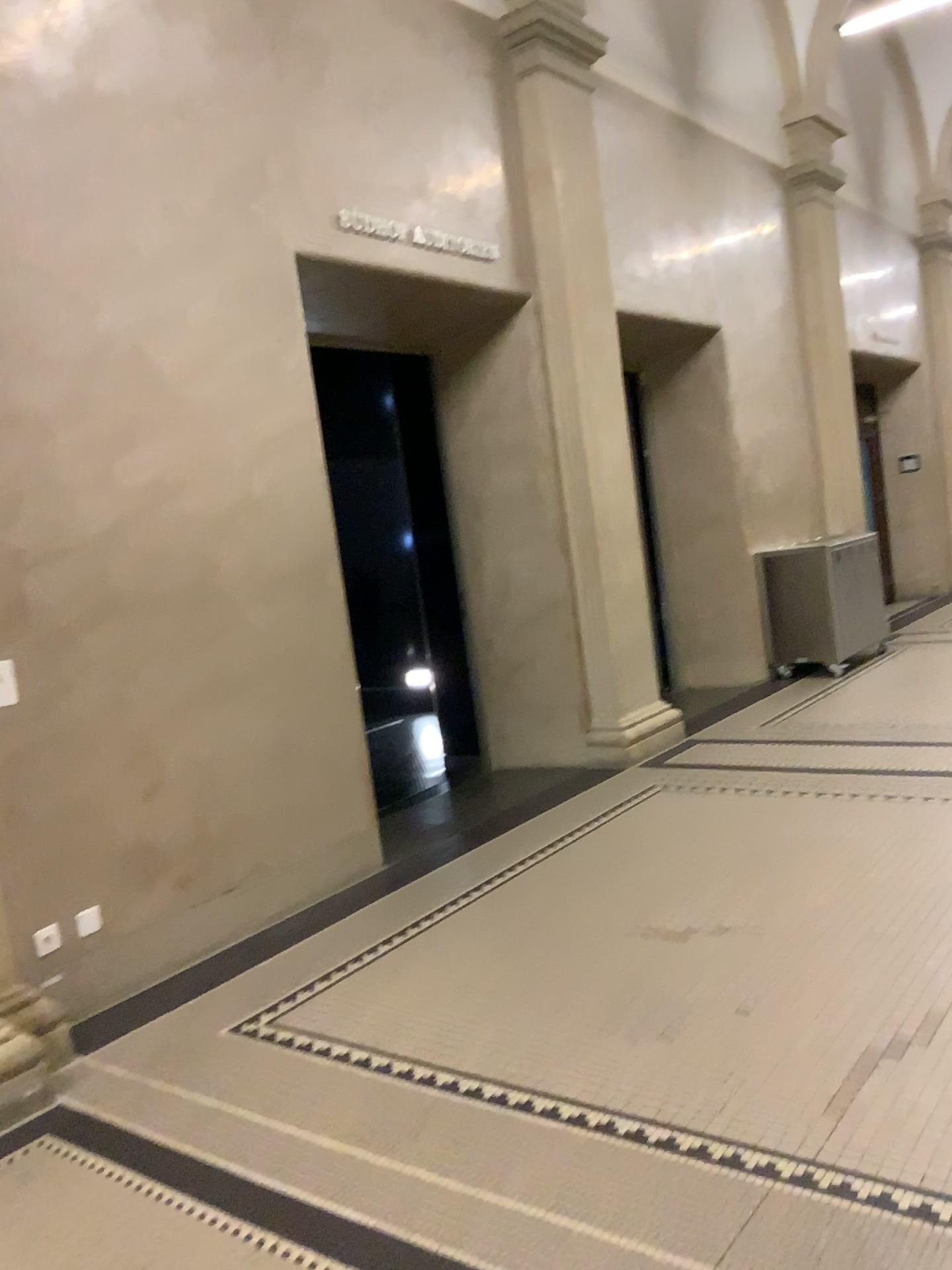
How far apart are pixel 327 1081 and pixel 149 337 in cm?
268

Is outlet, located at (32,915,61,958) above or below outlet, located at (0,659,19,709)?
below

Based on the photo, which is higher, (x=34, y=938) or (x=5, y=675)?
(x=5, y=675)
